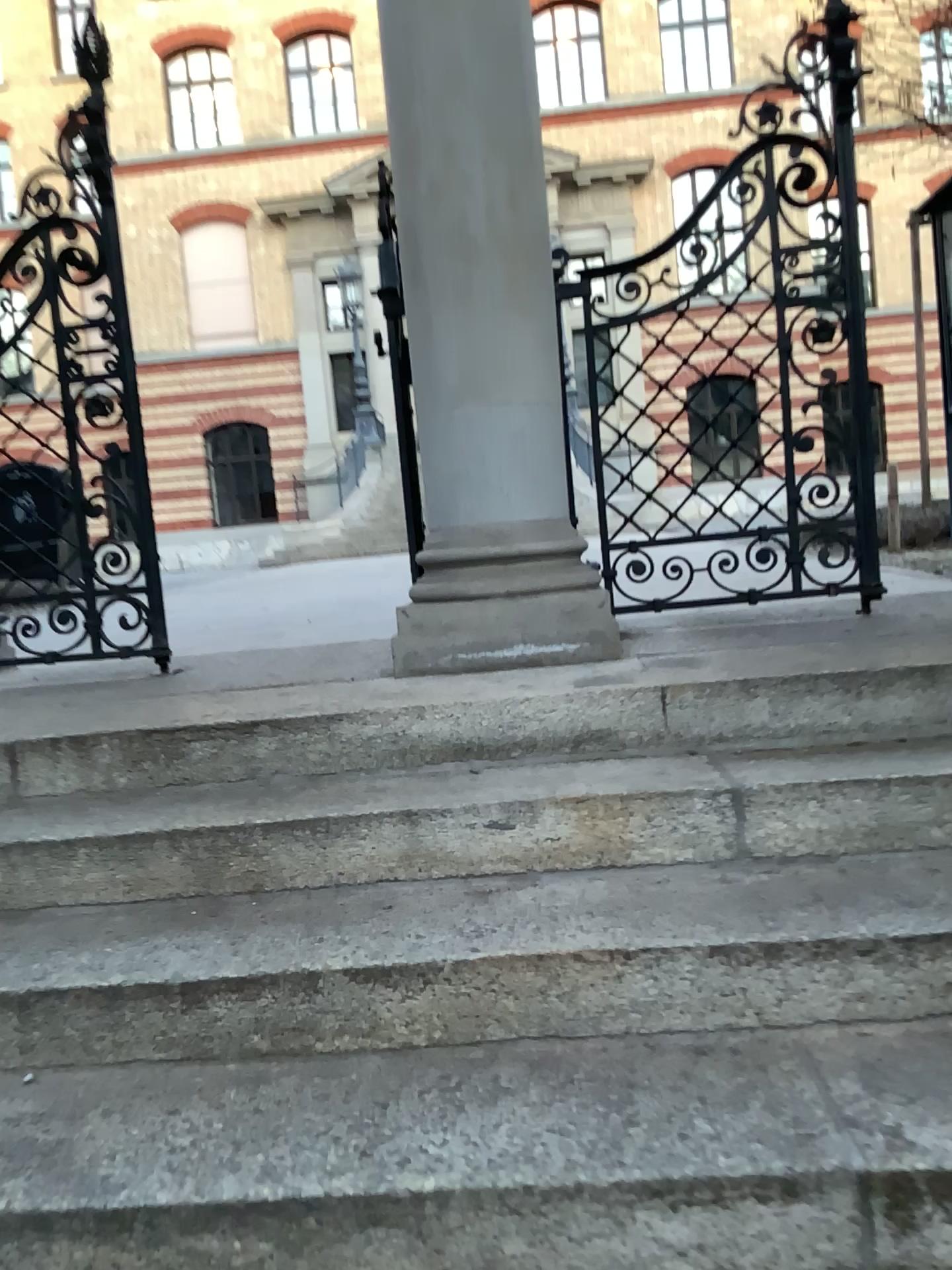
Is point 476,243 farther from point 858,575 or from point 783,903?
point 783,903

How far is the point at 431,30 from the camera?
2.57m

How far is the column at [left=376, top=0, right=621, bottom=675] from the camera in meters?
2.6 m
